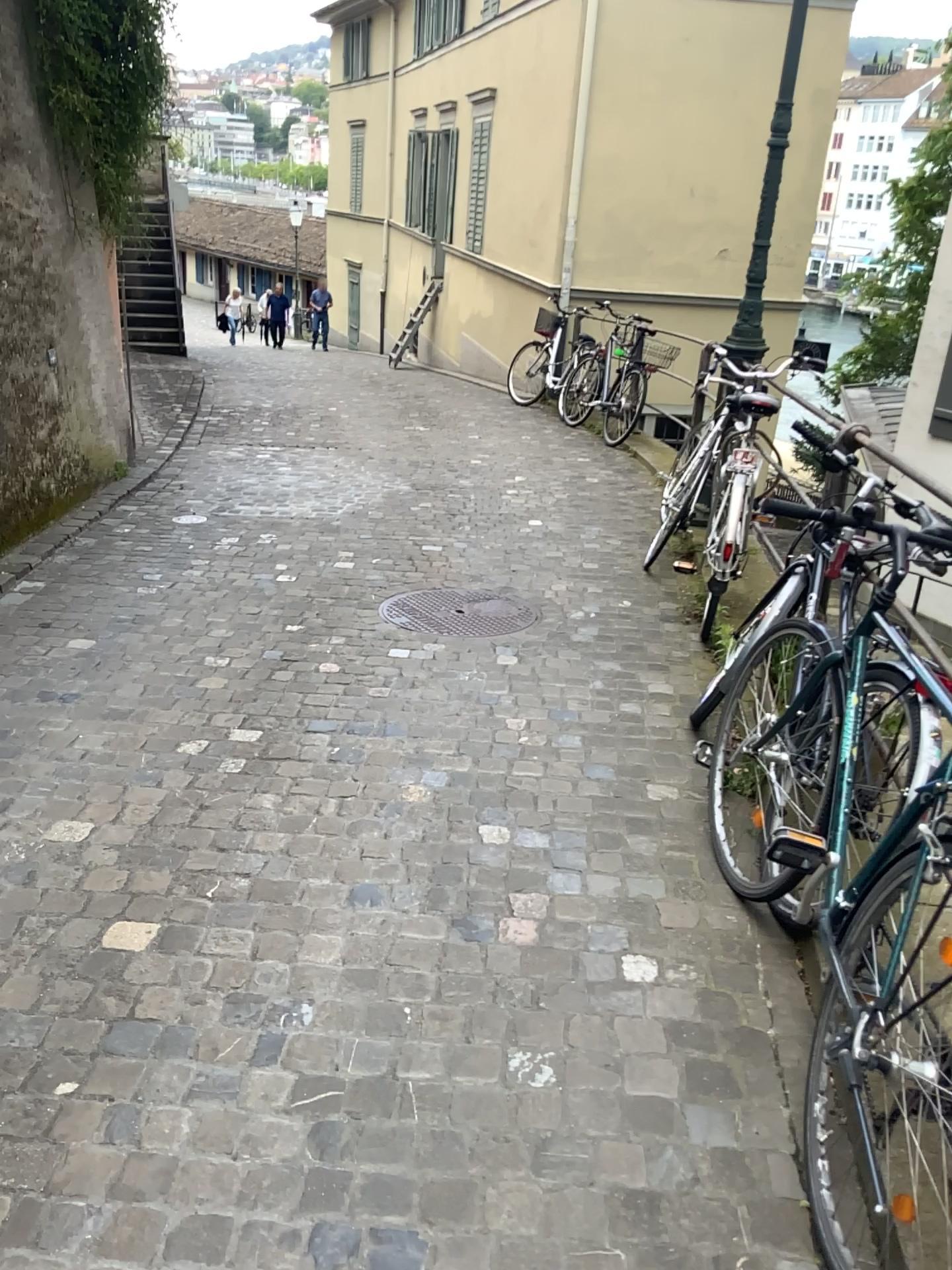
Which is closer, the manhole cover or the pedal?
the pedal

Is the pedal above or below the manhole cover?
above

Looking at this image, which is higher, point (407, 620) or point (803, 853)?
point (803, 853)

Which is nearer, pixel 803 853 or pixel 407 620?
pixel 803 853

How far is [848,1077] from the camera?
1.63m

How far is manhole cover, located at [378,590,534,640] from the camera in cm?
445

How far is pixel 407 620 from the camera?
4.45m
